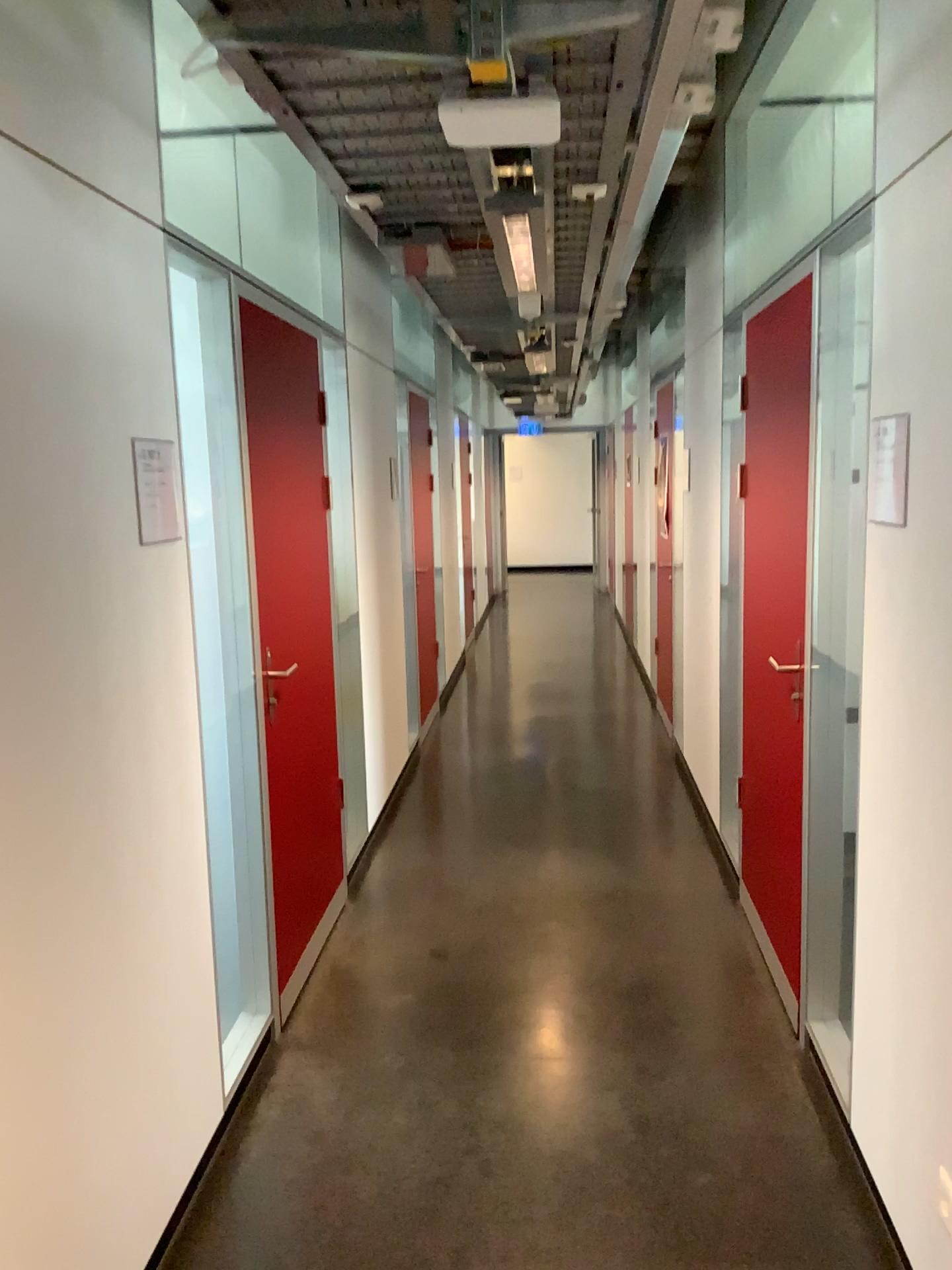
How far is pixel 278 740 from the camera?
3.1m

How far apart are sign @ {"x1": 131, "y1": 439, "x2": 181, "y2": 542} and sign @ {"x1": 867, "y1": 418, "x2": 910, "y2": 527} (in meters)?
1.48

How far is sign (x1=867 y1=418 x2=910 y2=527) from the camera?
A: 2.1m

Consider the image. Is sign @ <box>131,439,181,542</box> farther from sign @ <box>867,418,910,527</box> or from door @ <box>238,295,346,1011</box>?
sign @ <box>867,418,910,527</box>

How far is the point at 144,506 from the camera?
2.1m

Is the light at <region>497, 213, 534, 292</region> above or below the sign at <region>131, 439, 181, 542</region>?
above

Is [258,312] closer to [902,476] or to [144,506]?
[144,506]

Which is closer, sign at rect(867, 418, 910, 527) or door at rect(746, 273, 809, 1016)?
sign at rect(867, 418, 910, 527)

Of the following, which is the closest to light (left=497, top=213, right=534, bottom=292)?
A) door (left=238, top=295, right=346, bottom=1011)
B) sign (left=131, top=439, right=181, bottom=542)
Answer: door (left=238, top=295, right=346, bottom=1011)

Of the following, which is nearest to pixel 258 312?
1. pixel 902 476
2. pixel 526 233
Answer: pixel 526 233
